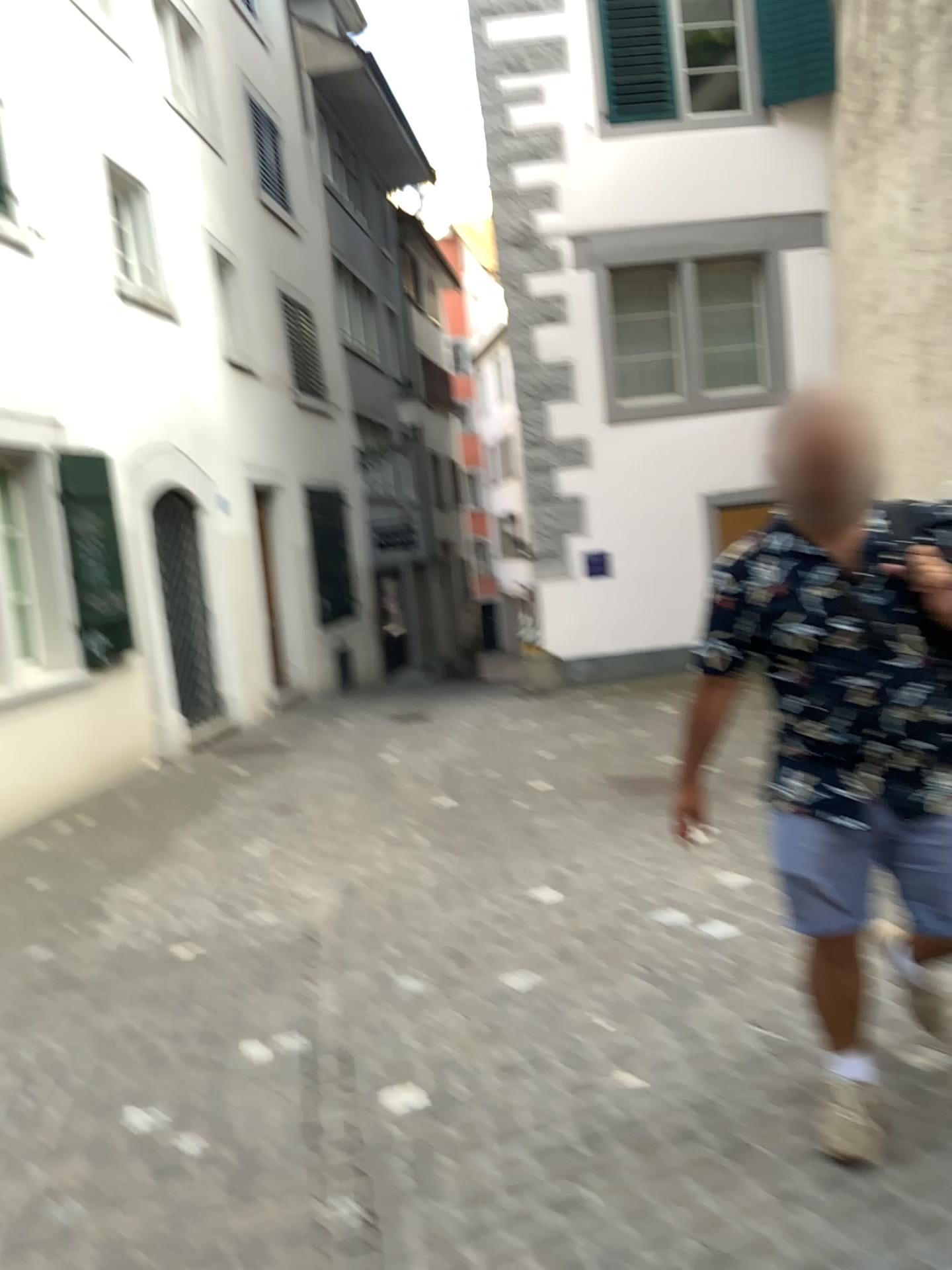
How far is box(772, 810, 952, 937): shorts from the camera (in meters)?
2.23

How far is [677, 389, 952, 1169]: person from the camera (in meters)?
2.18

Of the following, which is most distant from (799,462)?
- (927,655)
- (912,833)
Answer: (912,833)

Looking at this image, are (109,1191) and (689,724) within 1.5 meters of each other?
no

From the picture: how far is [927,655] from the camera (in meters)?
2.19

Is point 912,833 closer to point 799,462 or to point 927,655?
point 927,655

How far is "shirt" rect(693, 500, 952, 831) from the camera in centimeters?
219cm
